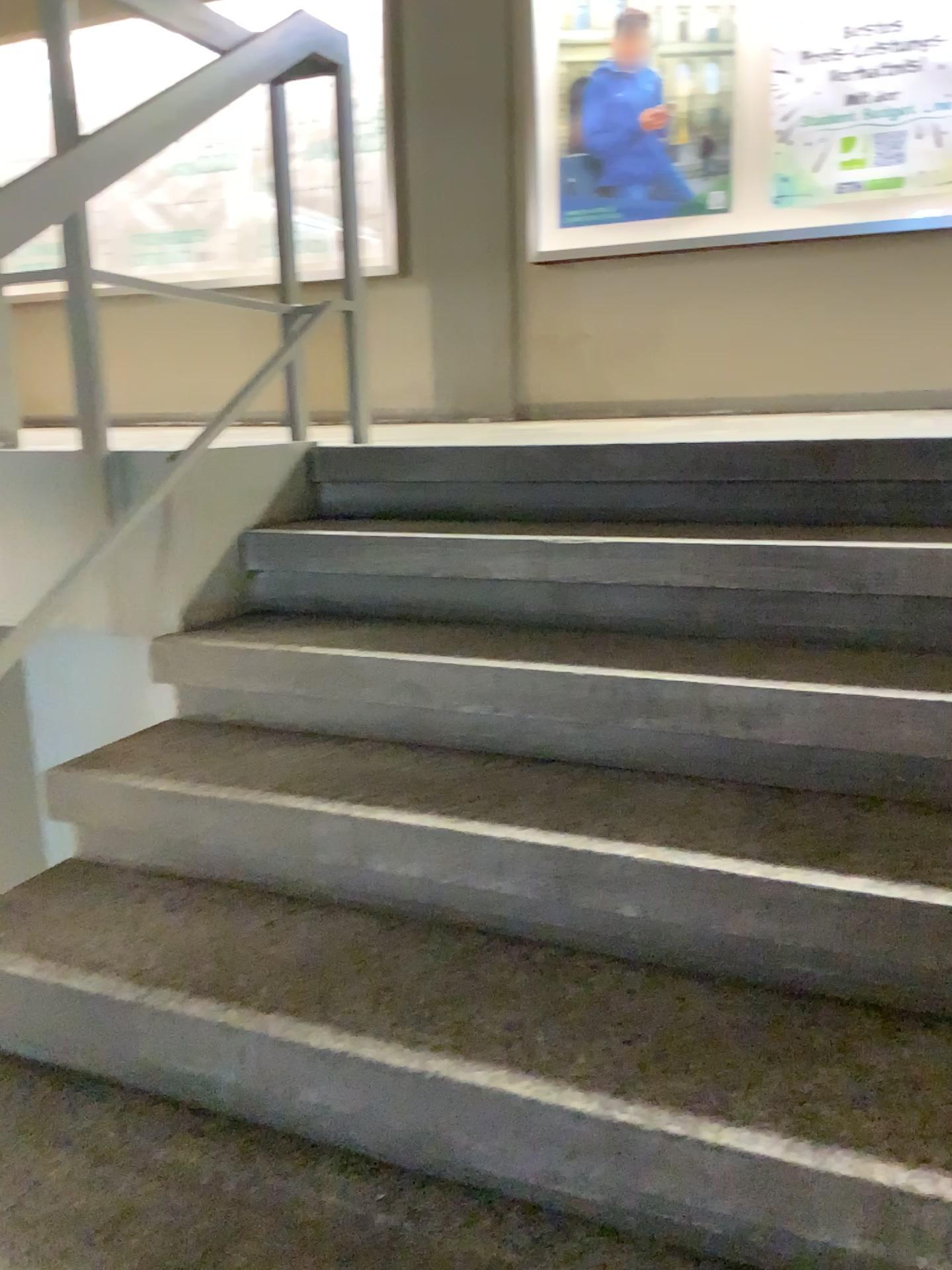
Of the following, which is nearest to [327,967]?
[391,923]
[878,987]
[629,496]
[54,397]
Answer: [391,923]
